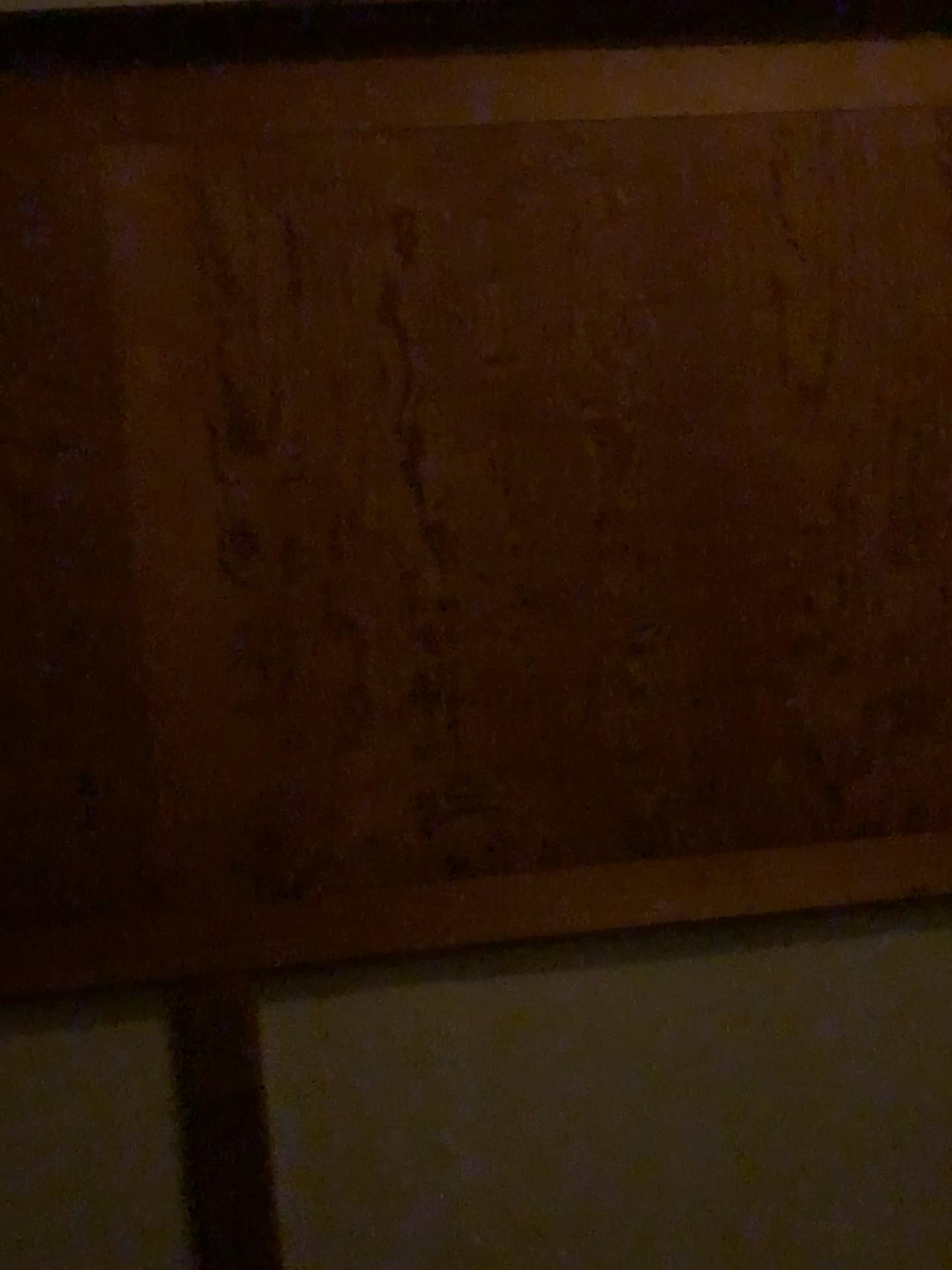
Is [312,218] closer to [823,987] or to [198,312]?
[198,312]
